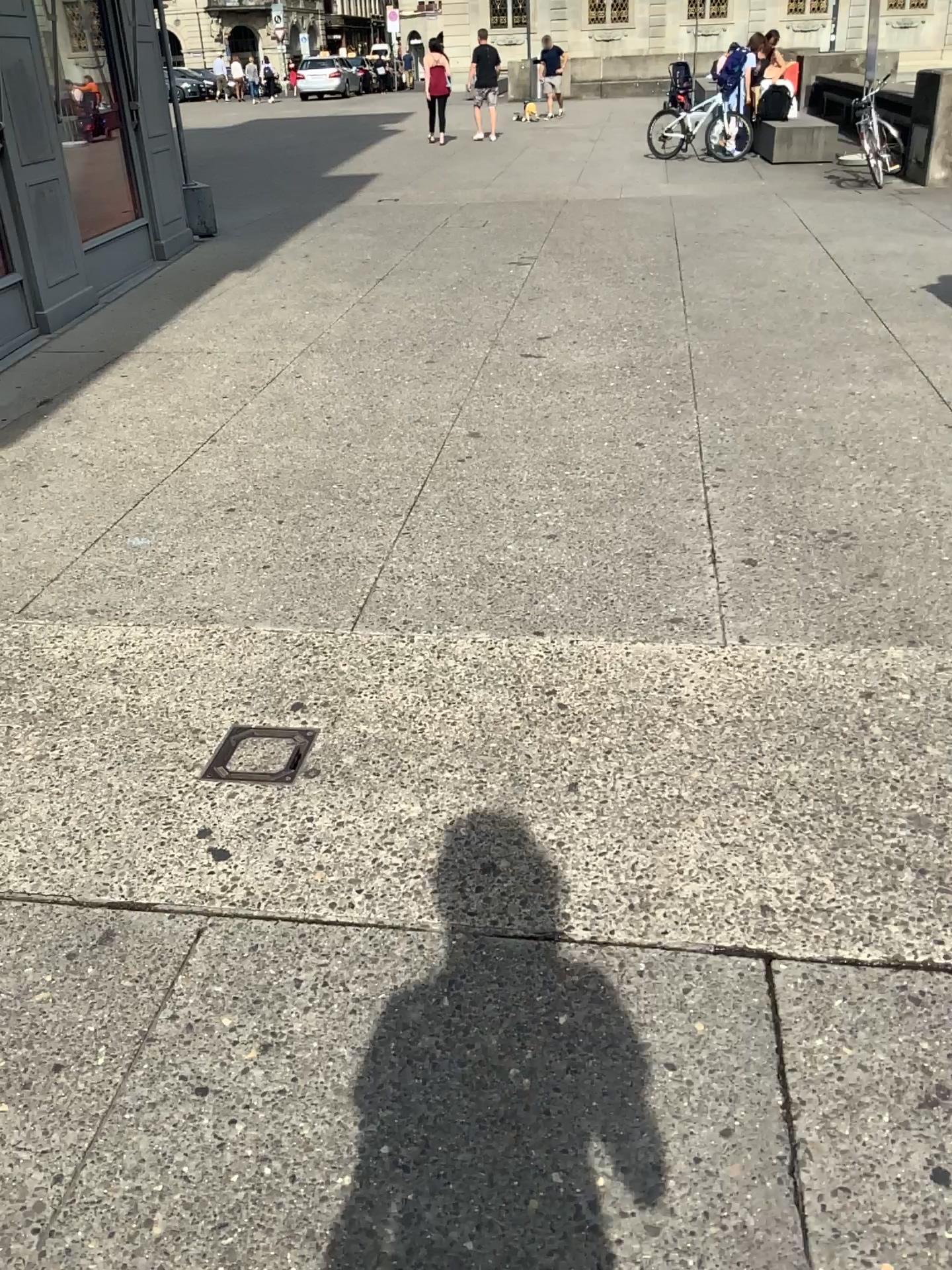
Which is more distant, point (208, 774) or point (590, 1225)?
point (208, 774)

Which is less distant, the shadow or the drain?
the shadow

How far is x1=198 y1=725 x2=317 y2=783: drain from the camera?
2.66m

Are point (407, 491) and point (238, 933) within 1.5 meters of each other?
no

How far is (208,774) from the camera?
2.66m
